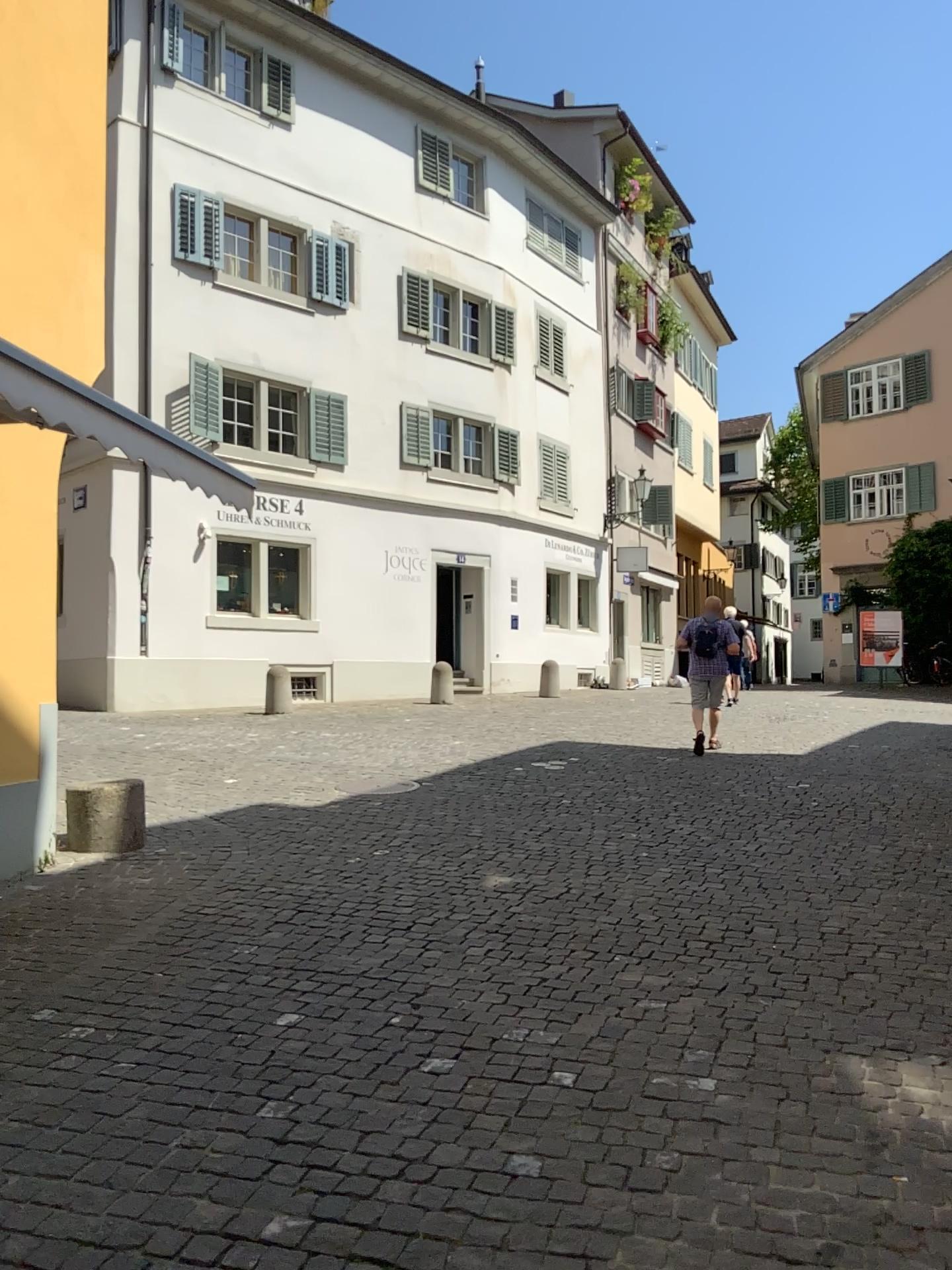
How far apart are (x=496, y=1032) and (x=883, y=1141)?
1.4 meters
